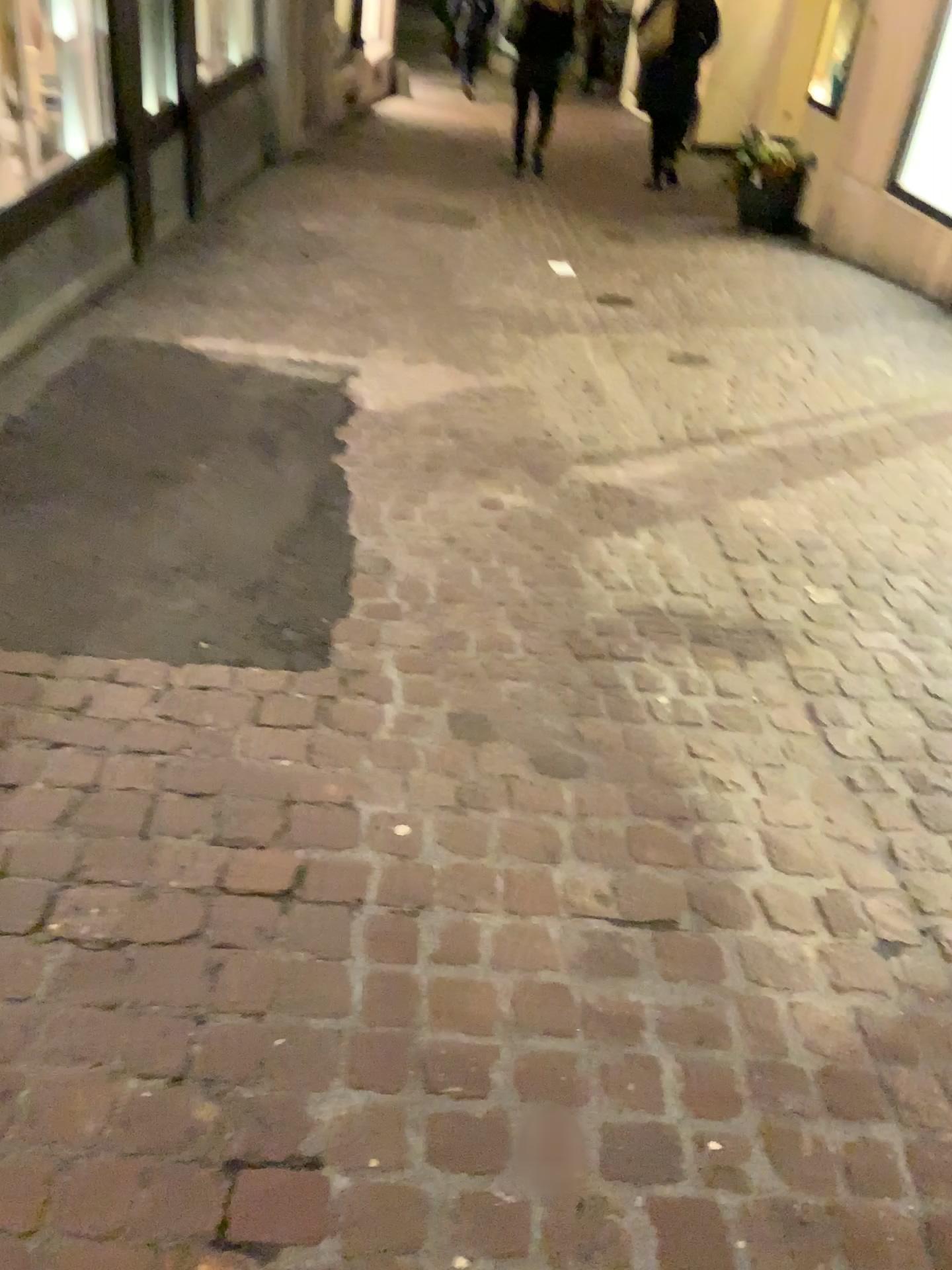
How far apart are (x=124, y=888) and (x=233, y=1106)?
0.4 meters
